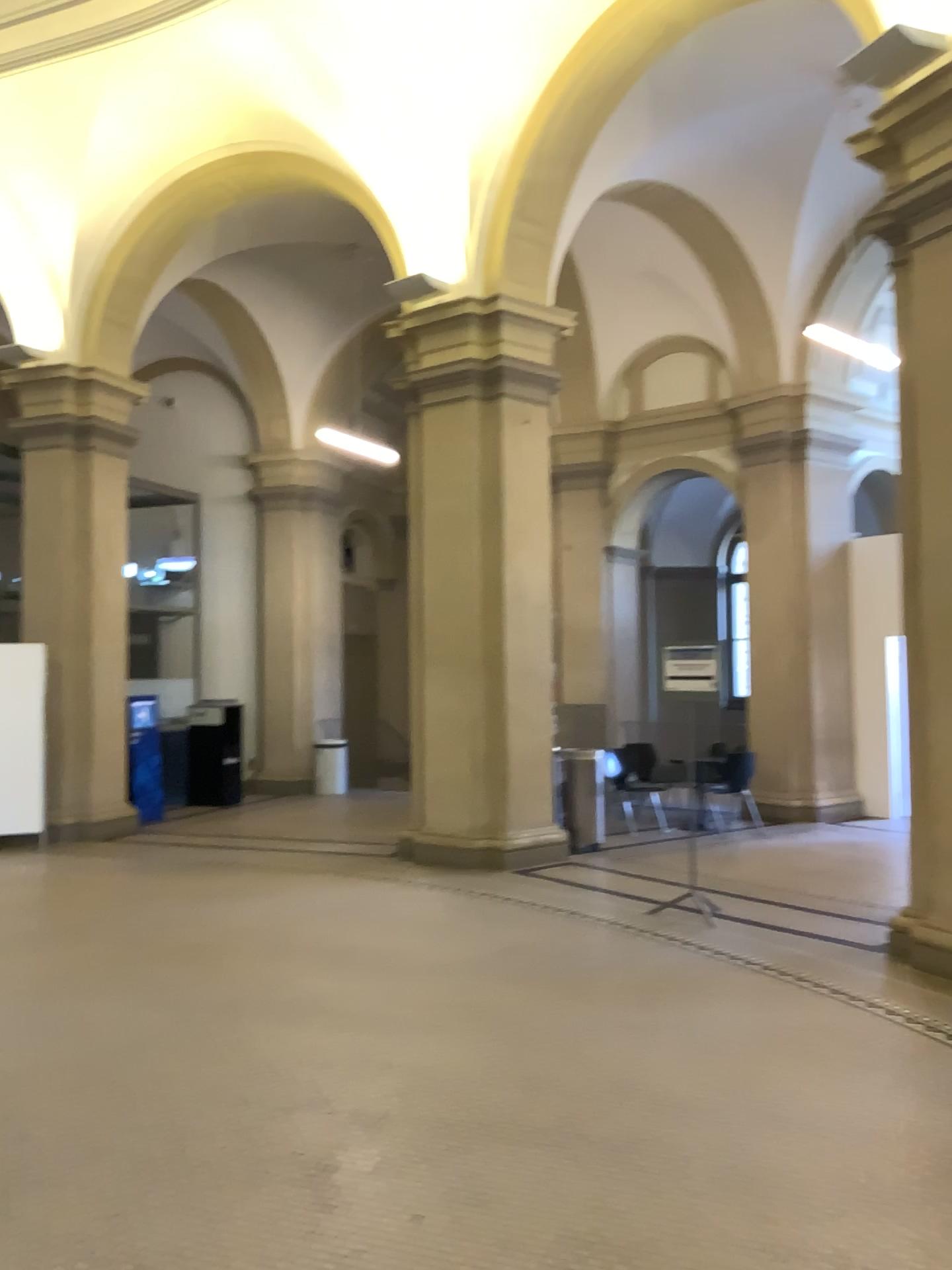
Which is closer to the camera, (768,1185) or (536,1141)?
(768,1185)
